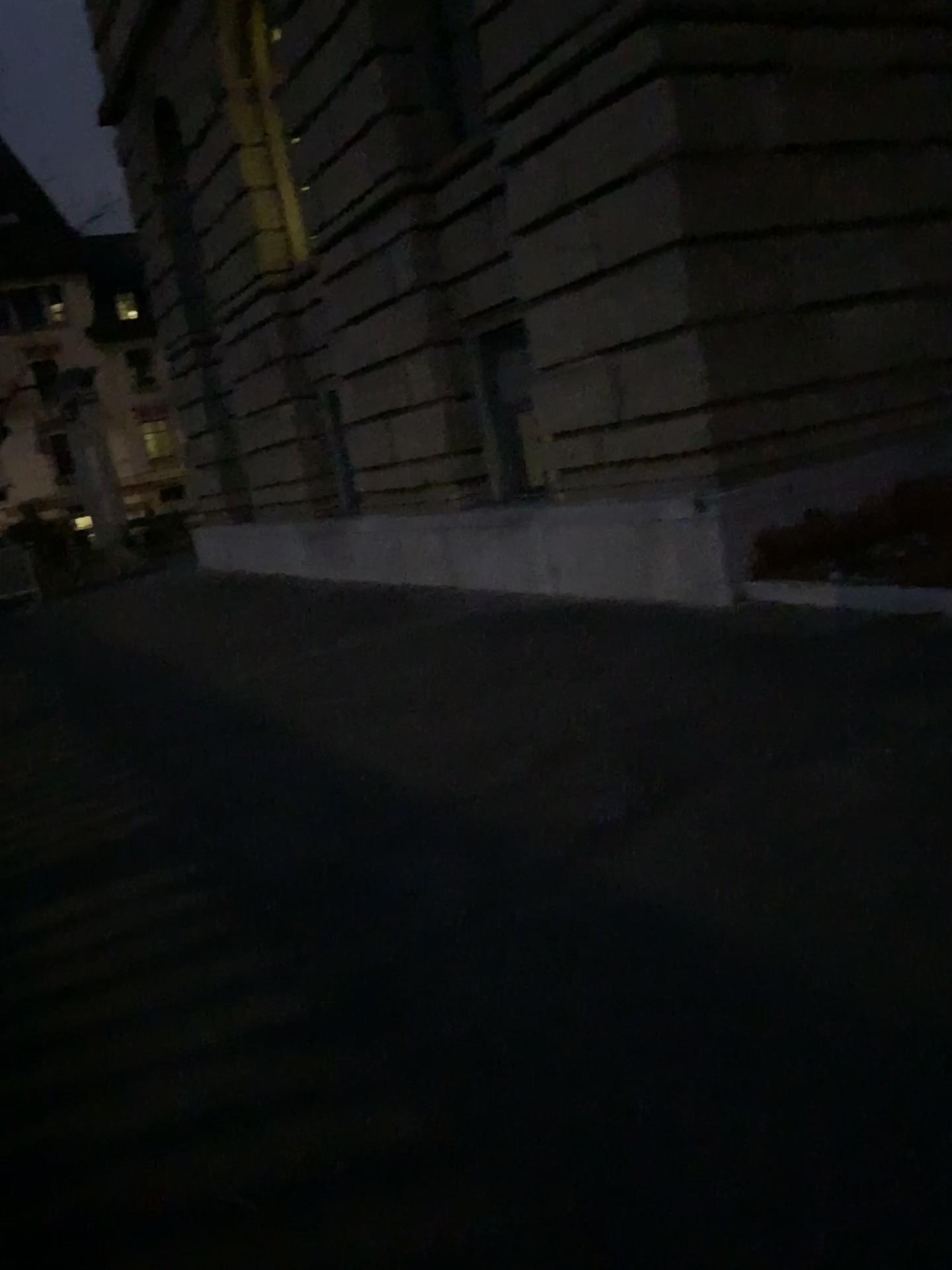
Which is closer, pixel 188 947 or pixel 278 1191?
pixel 278 1191
